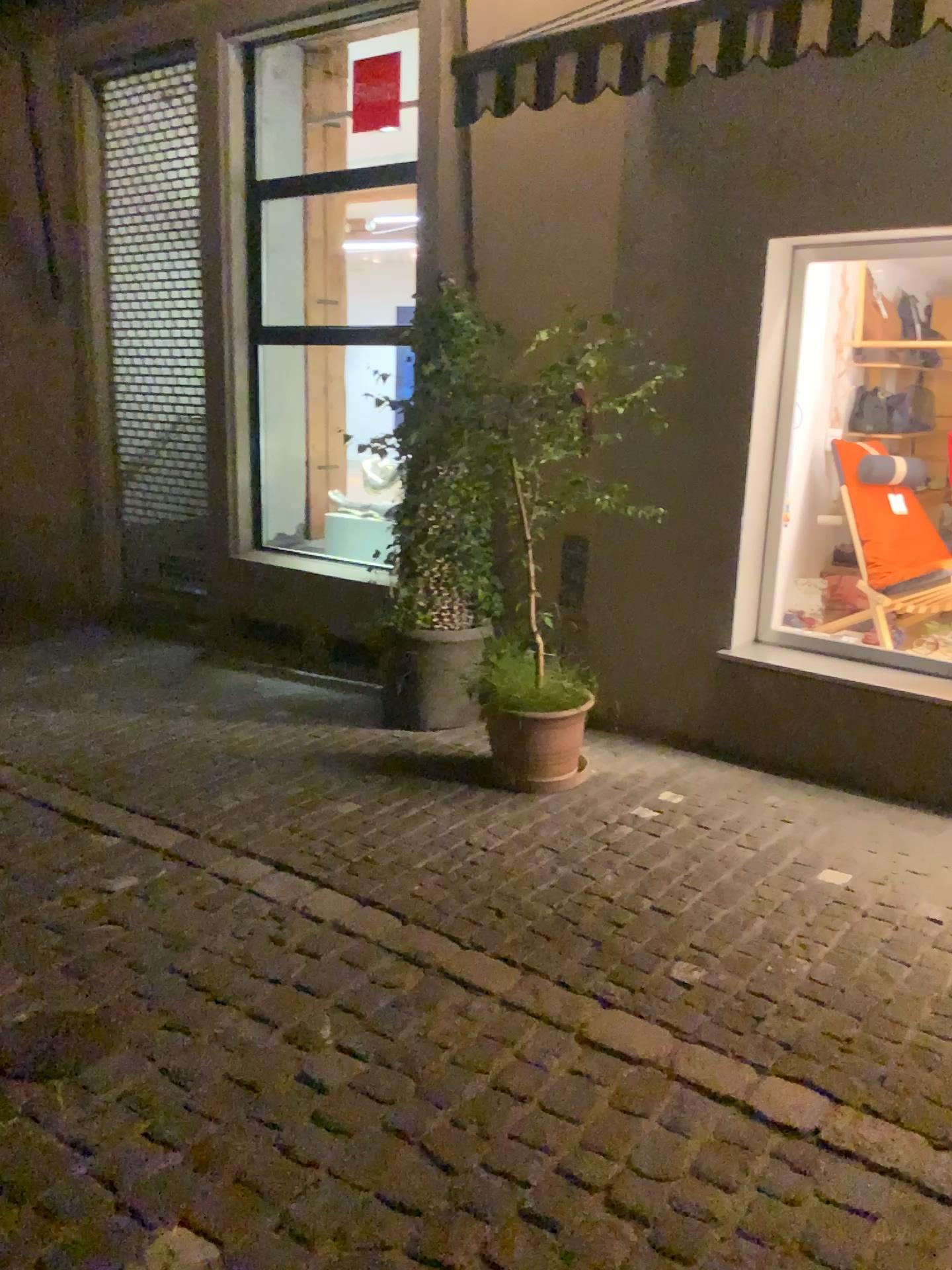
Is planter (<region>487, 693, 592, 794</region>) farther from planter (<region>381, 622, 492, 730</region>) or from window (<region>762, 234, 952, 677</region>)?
window (<region>762, 234, 952, 677</region>)

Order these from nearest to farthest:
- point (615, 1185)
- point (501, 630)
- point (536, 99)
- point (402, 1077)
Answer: point (615, 1185) < point (402, 1077) < point (536, 99) < point (501, 630)

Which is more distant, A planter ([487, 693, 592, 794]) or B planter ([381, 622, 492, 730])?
B planter ([381, 622, 492, 730])

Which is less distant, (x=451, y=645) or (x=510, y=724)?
(x=510, y=724)

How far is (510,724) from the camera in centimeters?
427cm

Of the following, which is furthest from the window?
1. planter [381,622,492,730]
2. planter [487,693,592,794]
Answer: planter [381,622,492,730]

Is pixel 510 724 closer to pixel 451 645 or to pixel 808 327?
pixel 451 645

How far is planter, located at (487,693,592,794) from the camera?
4.27m

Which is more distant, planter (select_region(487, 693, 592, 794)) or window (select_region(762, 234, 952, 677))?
window (select_region(762, 234, 952, 677))

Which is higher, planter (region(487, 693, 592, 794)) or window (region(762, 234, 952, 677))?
window (region(762, 234, 952, 677))
